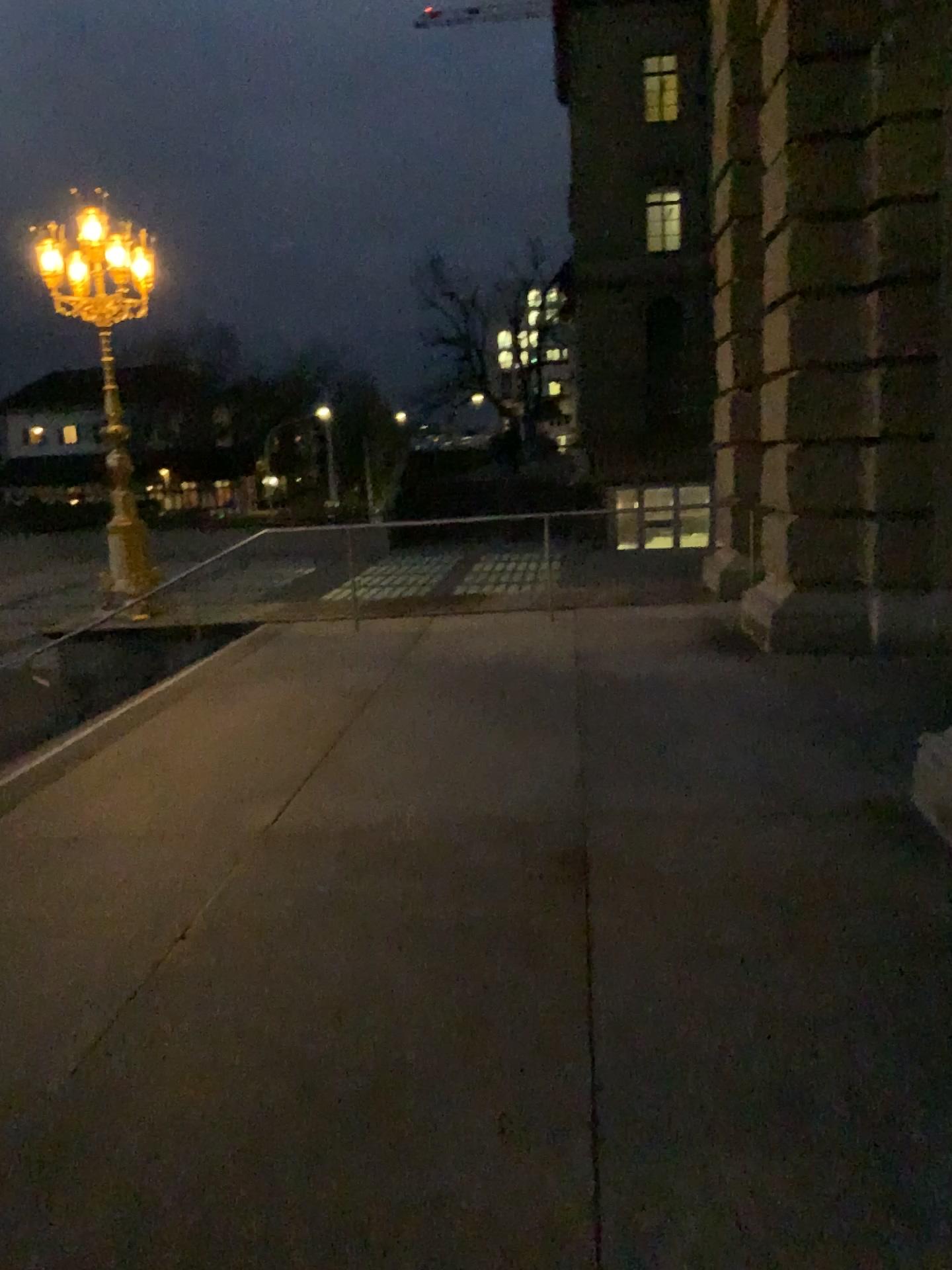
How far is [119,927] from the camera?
3.58m
